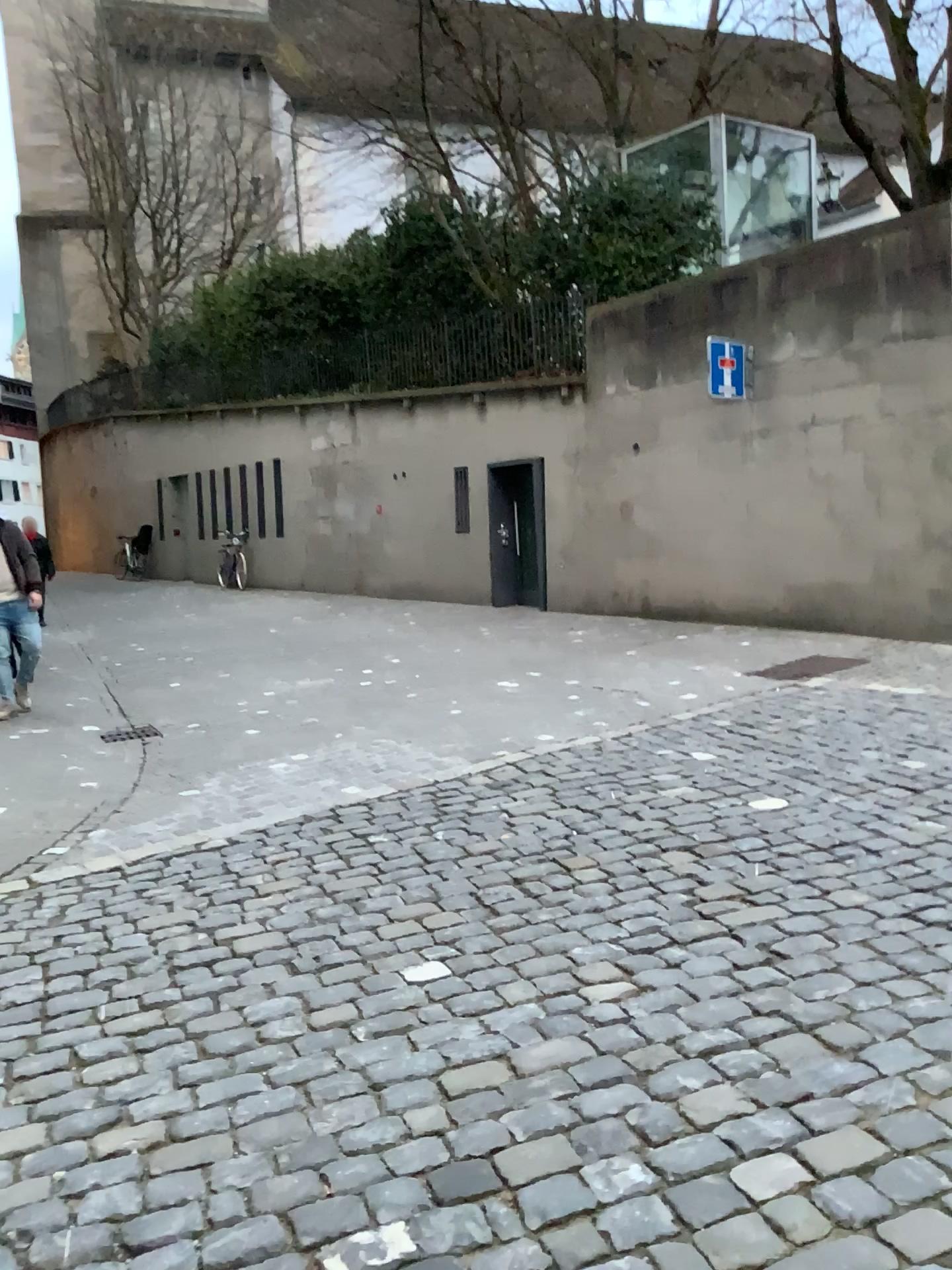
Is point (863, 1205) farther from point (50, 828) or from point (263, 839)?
point (50, 828)
